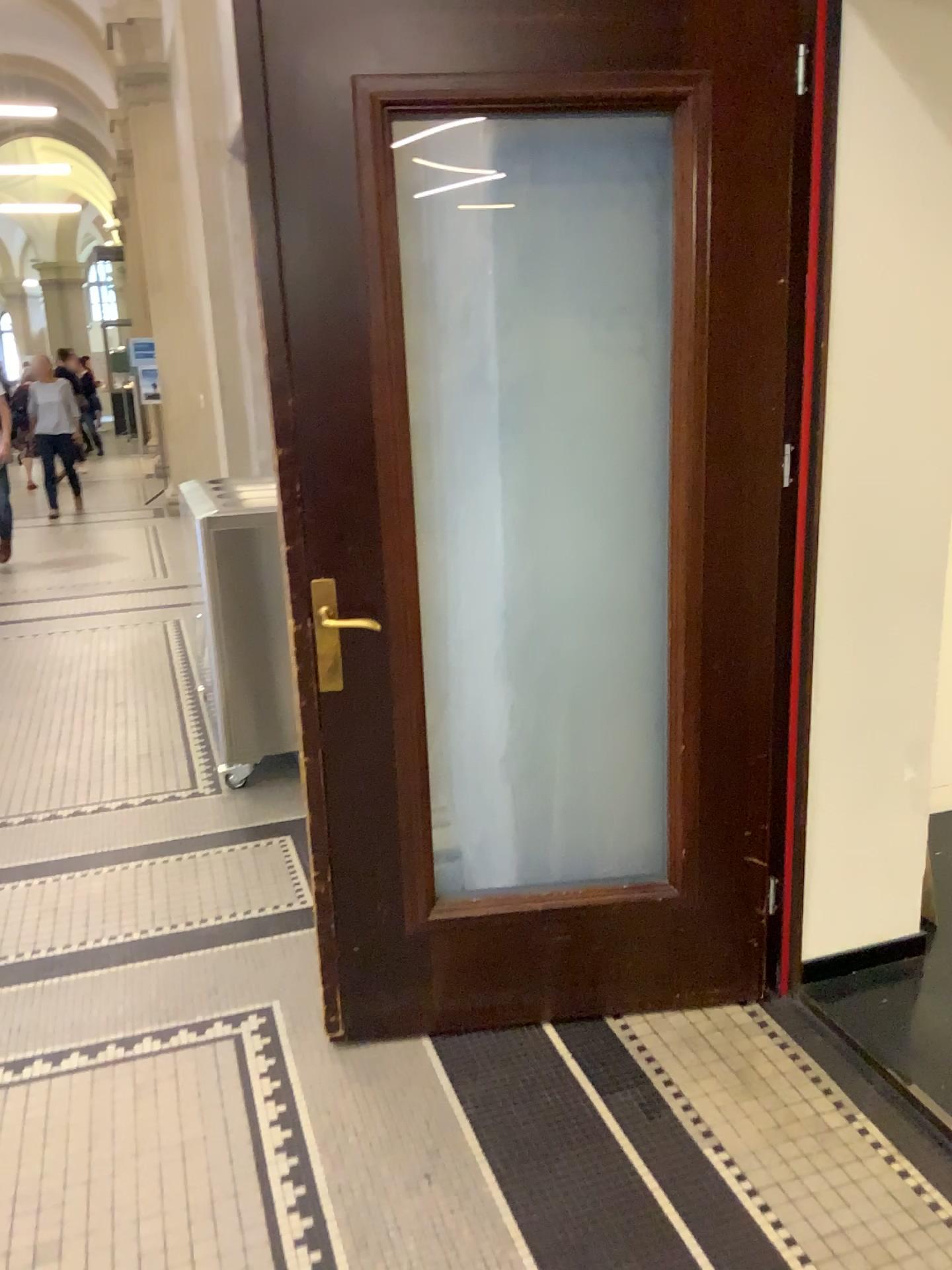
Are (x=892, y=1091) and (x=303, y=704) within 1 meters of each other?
no
